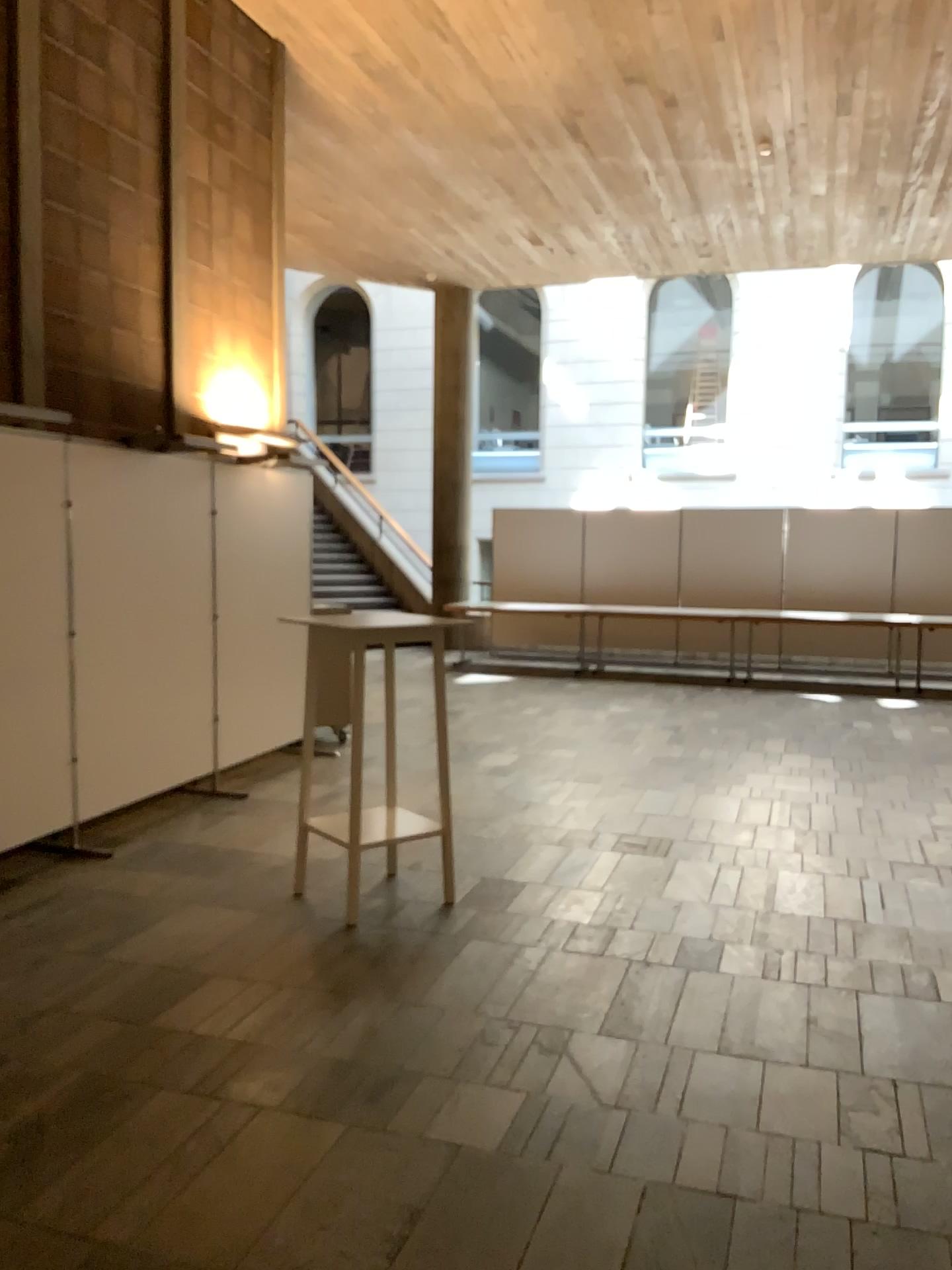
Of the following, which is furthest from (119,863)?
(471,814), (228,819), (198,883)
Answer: (471,814)

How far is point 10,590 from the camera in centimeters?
464cm

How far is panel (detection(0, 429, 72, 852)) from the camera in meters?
4.6 m
